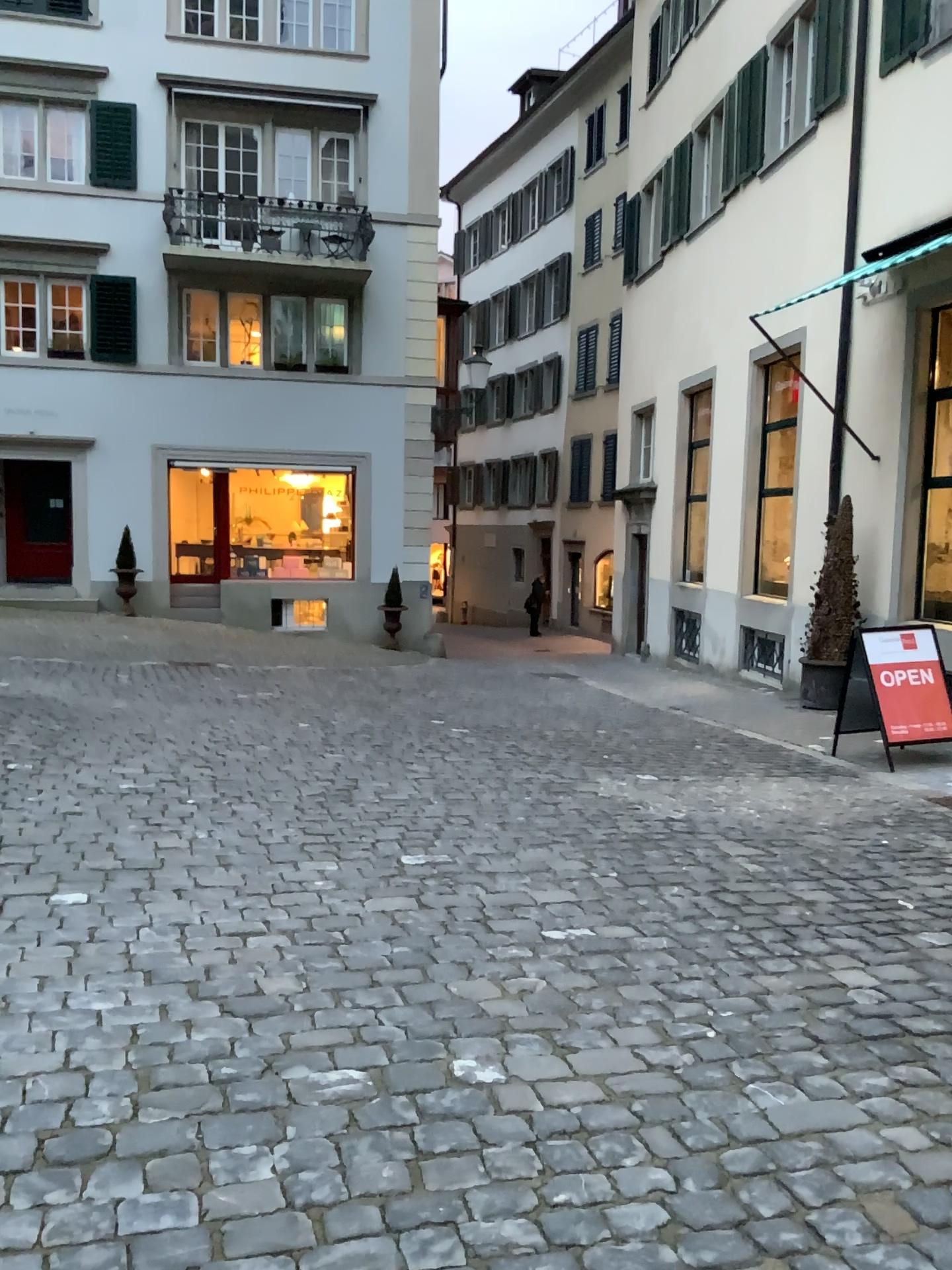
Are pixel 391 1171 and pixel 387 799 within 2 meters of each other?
no
